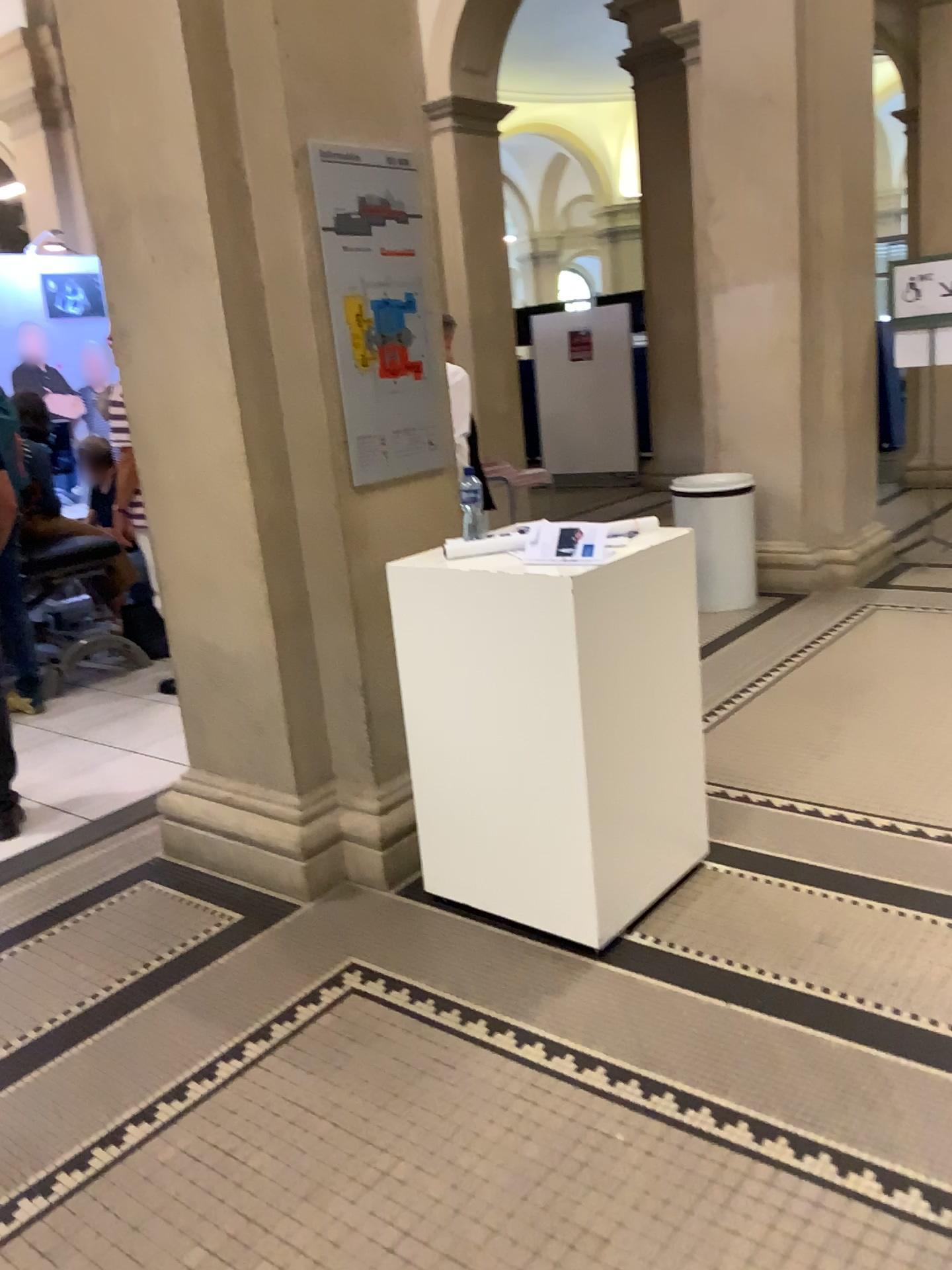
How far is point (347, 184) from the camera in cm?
289

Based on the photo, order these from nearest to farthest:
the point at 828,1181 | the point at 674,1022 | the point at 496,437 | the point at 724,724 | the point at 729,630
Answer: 1. the point at 828,1181
2. the point at 674,1022
3. the point at 724,724
4. the point at 729,630
5. the point at 496,437

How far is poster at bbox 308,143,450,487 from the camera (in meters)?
2.89

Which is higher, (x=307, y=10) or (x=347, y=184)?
(x=307, y=10)
